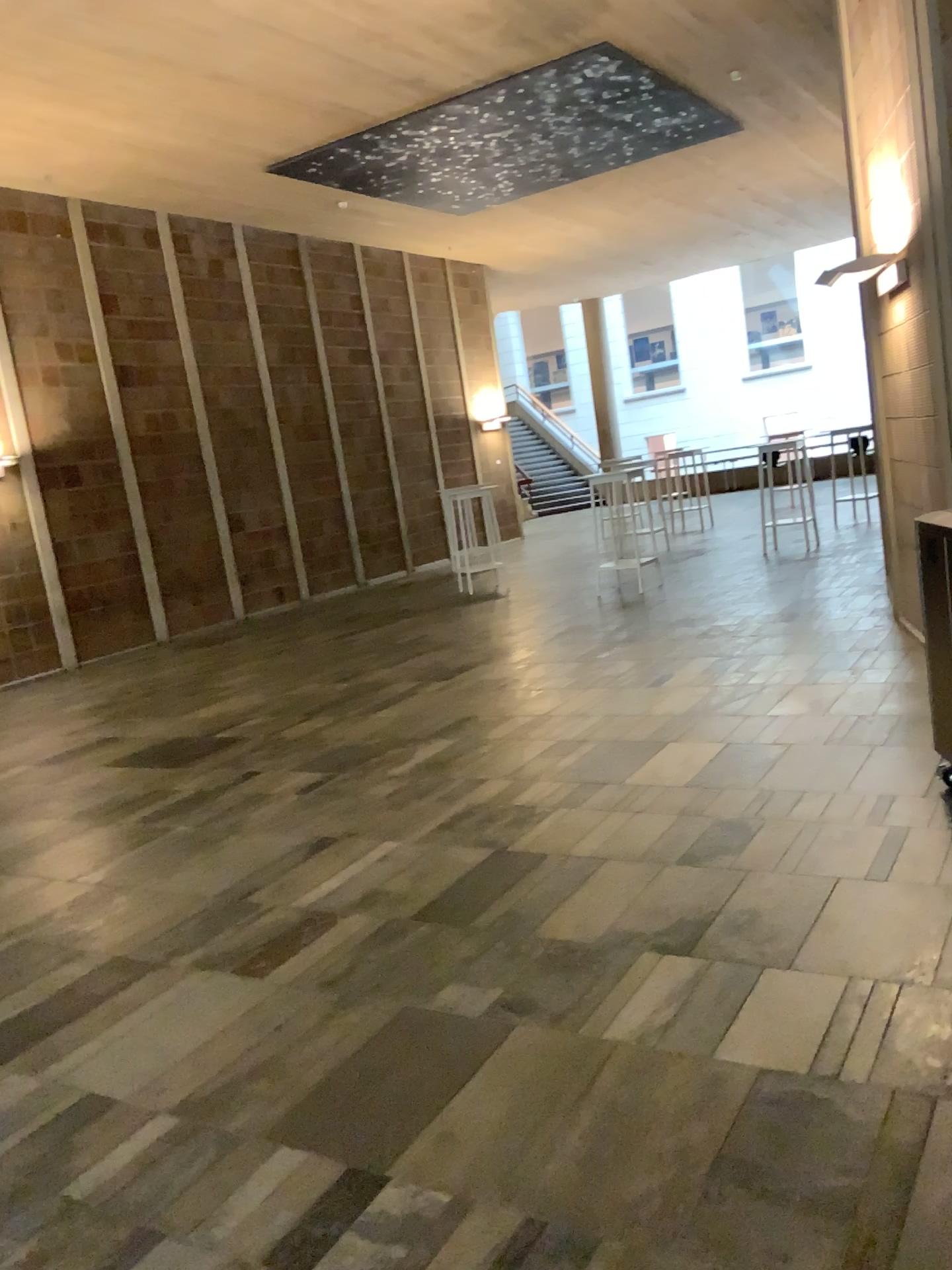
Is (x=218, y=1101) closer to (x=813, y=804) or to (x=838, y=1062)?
(x=838, y=1062)
